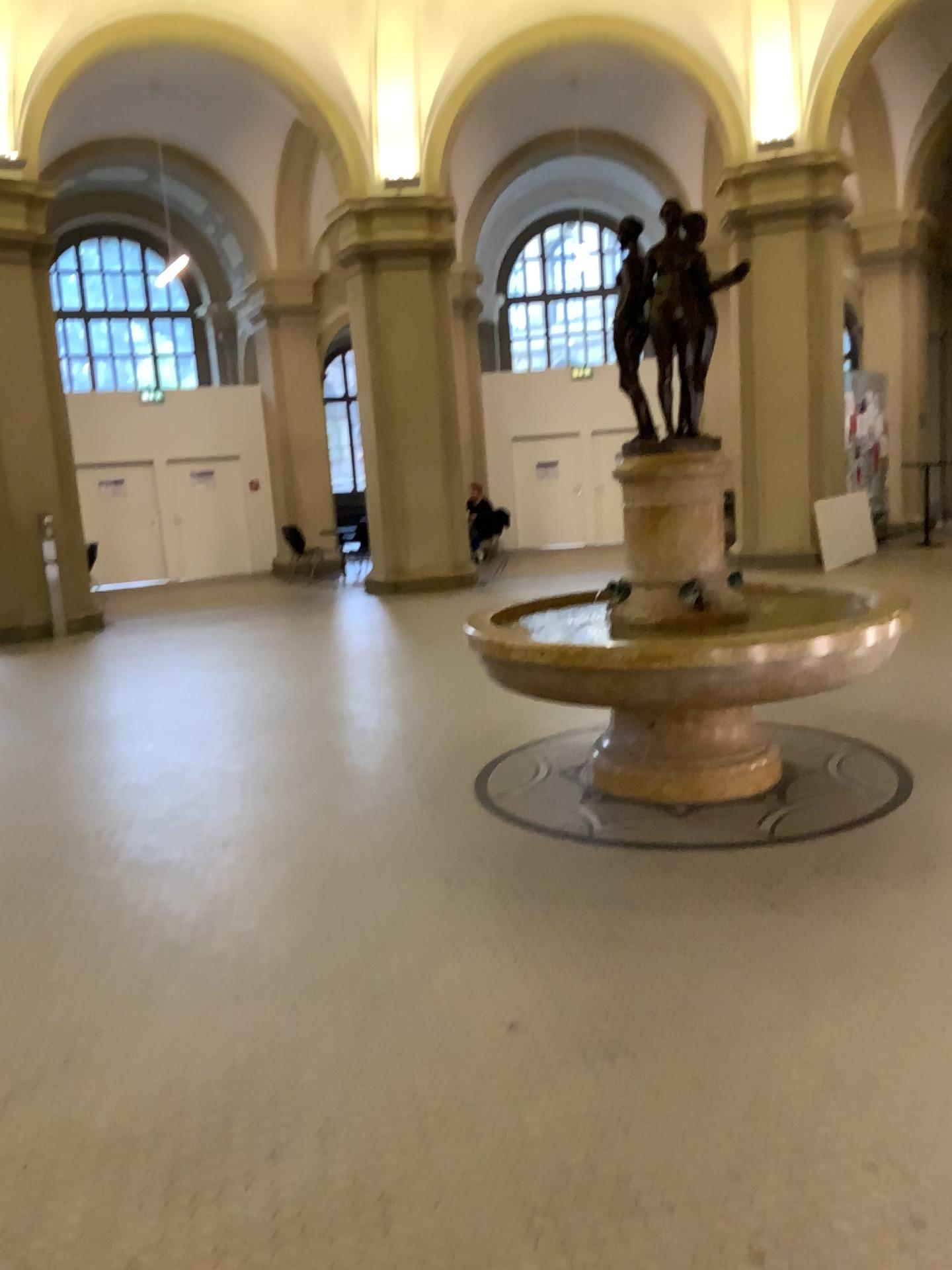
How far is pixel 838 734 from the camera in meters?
5.3
